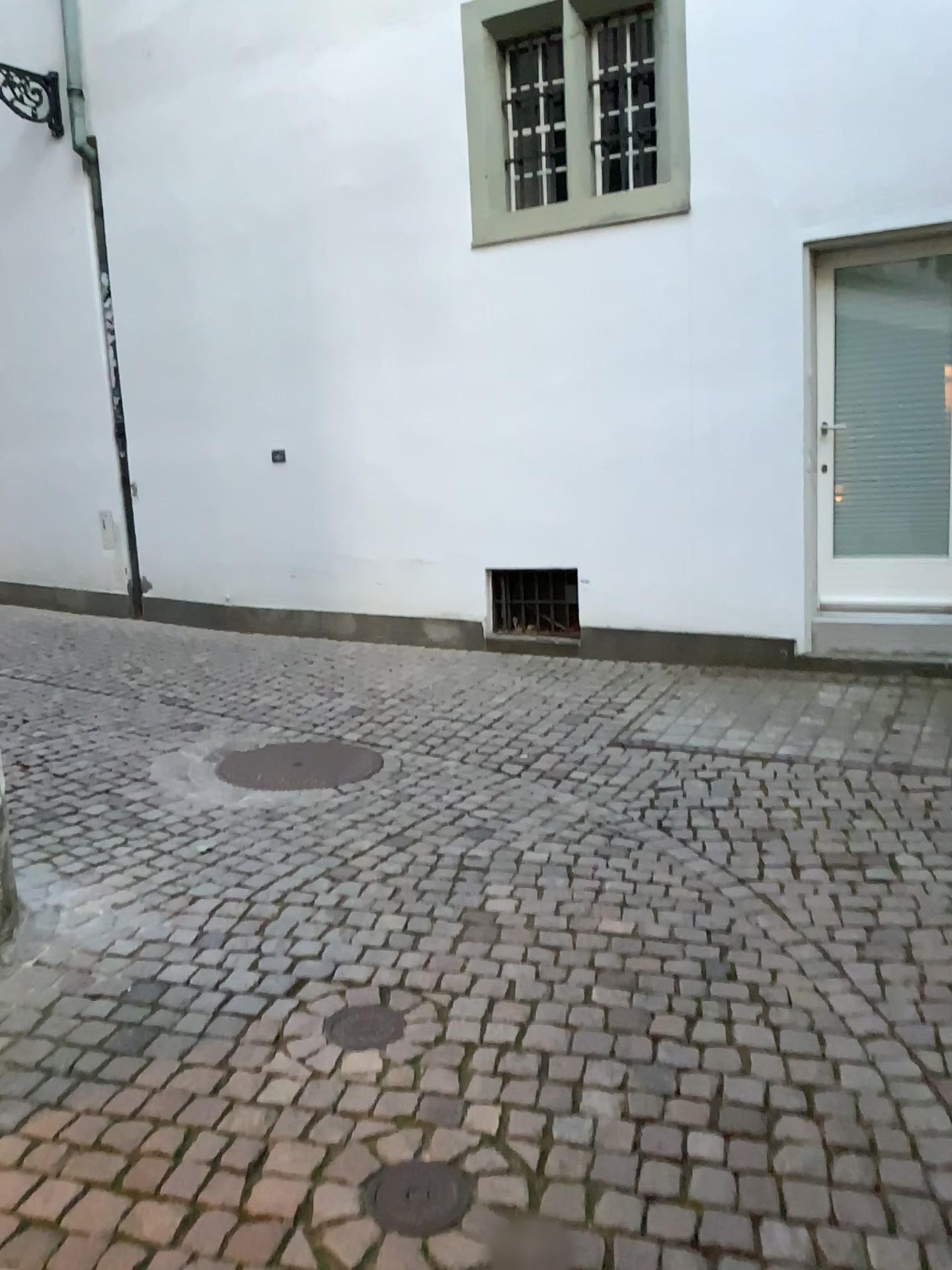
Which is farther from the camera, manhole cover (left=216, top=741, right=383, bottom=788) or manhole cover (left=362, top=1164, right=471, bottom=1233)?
manhole cover (left=216, top=741, right=383, bottom=788)

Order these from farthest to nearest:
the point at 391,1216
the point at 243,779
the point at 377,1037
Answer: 1. the point at 243,779
2. the point at 377,1037
3. the point at 391,1216

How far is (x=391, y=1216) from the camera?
1.90m

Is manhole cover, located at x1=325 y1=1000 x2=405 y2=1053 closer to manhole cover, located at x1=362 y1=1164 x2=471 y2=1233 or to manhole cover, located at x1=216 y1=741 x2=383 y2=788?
manhole cover, located at x1=362 y1=1164 x2=471 y2=1233

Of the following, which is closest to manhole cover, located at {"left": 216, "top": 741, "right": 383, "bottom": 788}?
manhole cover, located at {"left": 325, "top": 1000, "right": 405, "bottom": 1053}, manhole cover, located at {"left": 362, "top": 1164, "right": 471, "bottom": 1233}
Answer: manhole cover, located at {"left": 325, "top": 1000, "right": 405, "bottom": 1053}

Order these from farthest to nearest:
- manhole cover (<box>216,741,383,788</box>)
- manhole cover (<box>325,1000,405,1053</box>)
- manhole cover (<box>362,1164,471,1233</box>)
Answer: manhole cover (<box>216,741,383,788</box>) → manhole cover (<box>325,1000,405,1053</box>) → manhole cover (<box>362,1164,471,1233</box>)

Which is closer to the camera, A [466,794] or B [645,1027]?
B [645,1027]

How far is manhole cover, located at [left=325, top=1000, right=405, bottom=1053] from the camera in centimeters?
249cm

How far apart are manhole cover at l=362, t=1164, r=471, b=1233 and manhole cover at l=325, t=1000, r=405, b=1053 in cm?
45

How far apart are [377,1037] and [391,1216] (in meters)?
0.60
